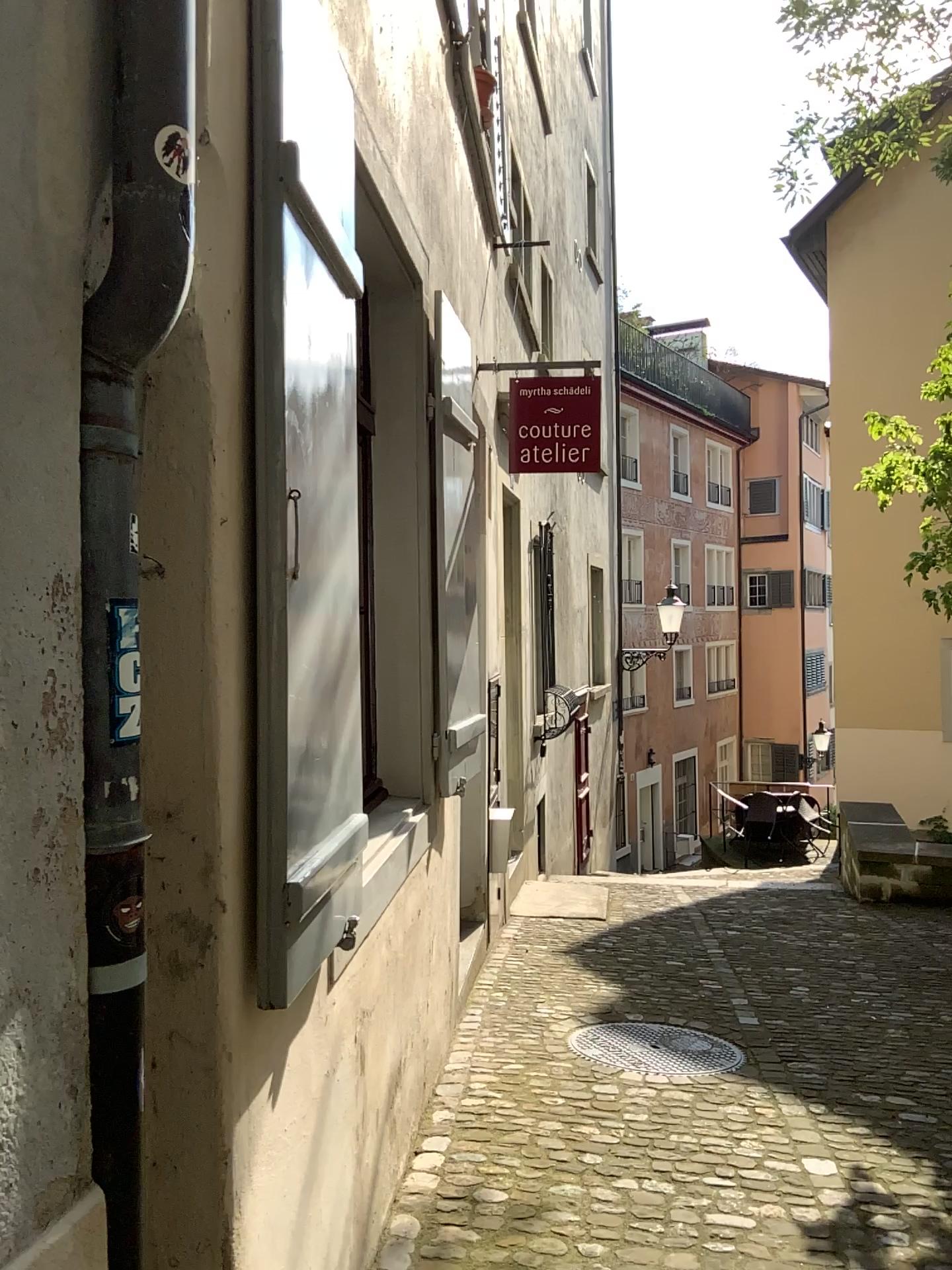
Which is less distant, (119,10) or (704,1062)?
(119,10)

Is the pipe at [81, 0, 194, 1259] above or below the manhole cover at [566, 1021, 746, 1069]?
above

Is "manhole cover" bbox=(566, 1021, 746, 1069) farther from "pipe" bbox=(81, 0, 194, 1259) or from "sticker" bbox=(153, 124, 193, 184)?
"sticker" bbox=(153, 124, 193, 184)

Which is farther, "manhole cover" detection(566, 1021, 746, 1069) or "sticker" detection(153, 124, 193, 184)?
"manhole cover" detection(566, 1021, 746, 1069)

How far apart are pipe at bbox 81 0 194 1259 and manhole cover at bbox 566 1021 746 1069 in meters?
2.9 m

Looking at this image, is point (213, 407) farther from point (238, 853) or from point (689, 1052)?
point (689, 1052)

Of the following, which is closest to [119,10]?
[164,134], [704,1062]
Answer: [164,134]

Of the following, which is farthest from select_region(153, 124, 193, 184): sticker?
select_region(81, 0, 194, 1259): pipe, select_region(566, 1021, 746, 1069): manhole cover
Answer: select_region(566, 1021, 746, 1069): manhole cover

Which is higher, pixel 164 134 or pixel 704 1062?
pixel 164 134

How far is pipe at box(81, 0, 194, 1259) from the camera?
1.3m
